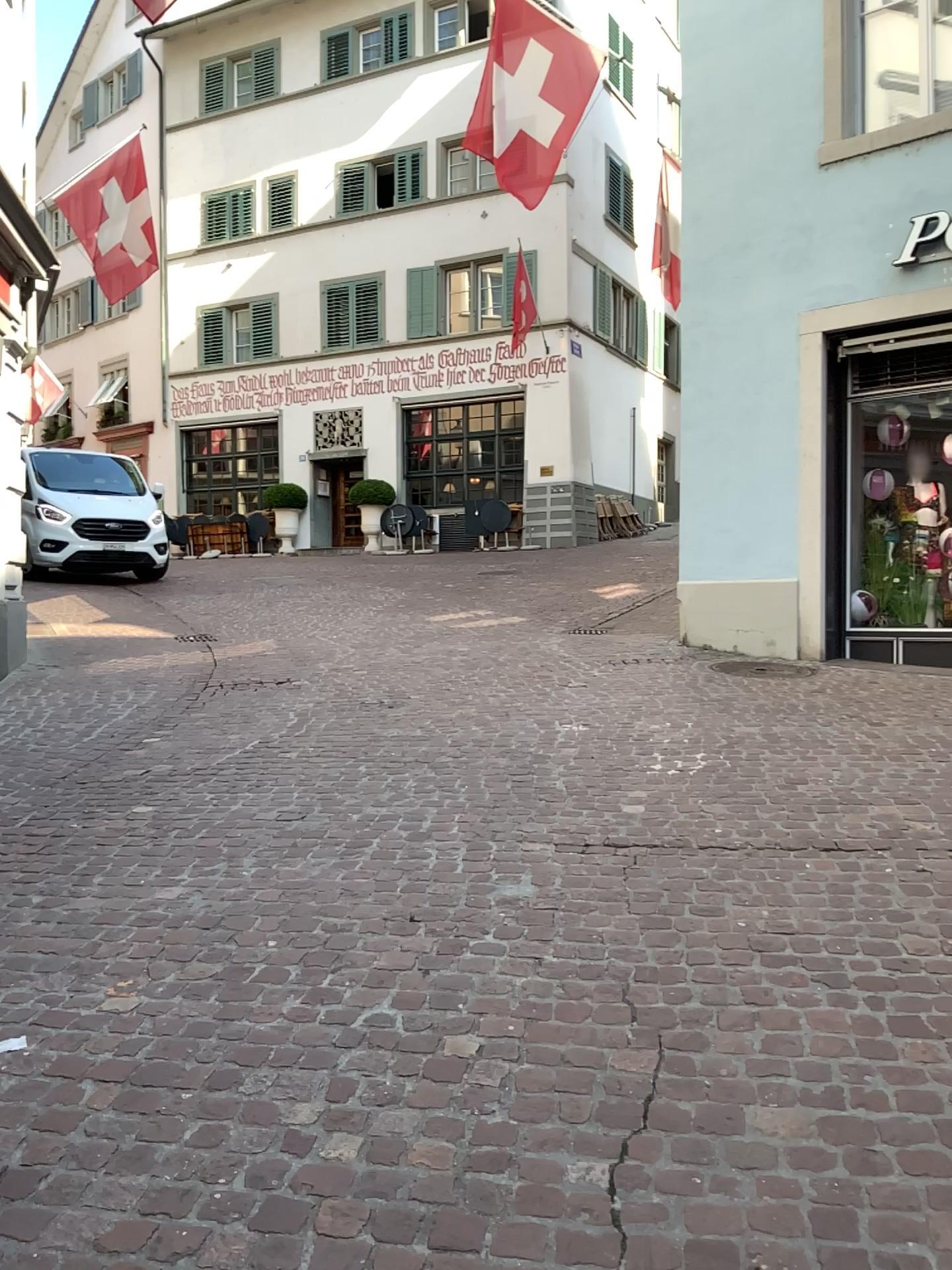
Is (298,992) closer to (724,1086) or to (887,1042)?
(724,1086)
